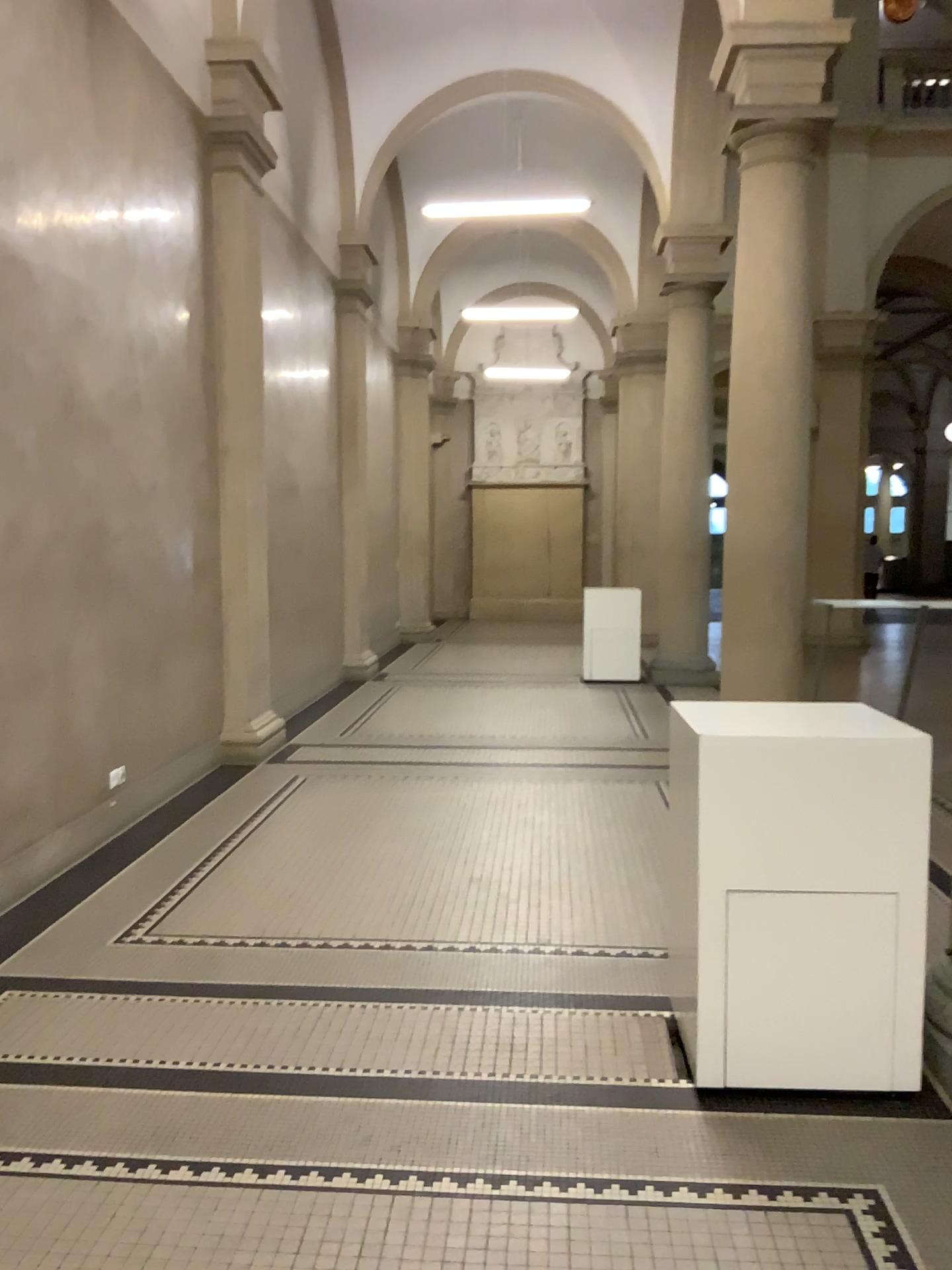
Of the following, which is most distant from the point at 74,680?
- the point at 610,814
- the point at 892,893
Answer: the point at 892,893
